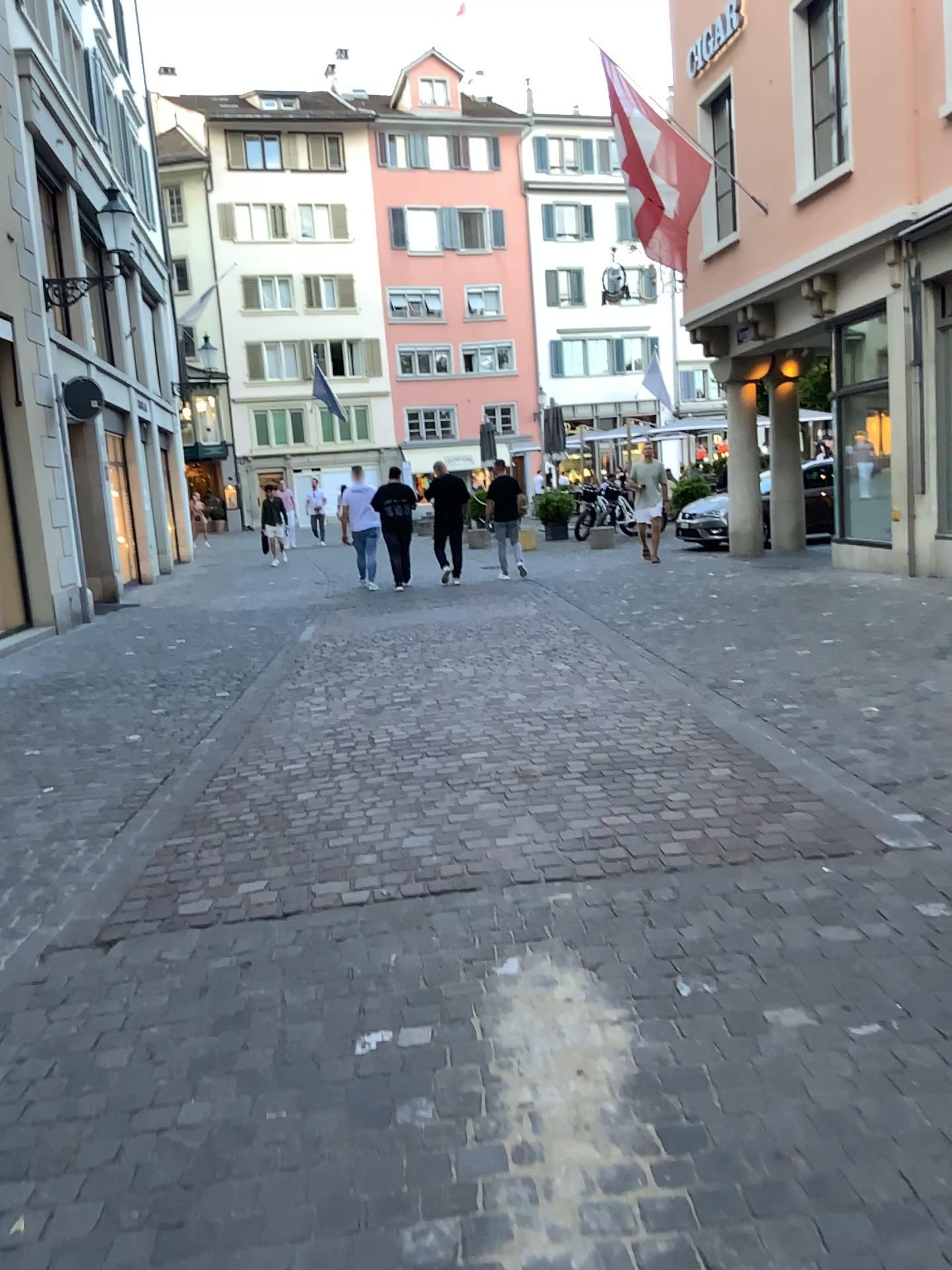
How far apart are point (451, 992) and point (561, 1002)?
0.3 meters
